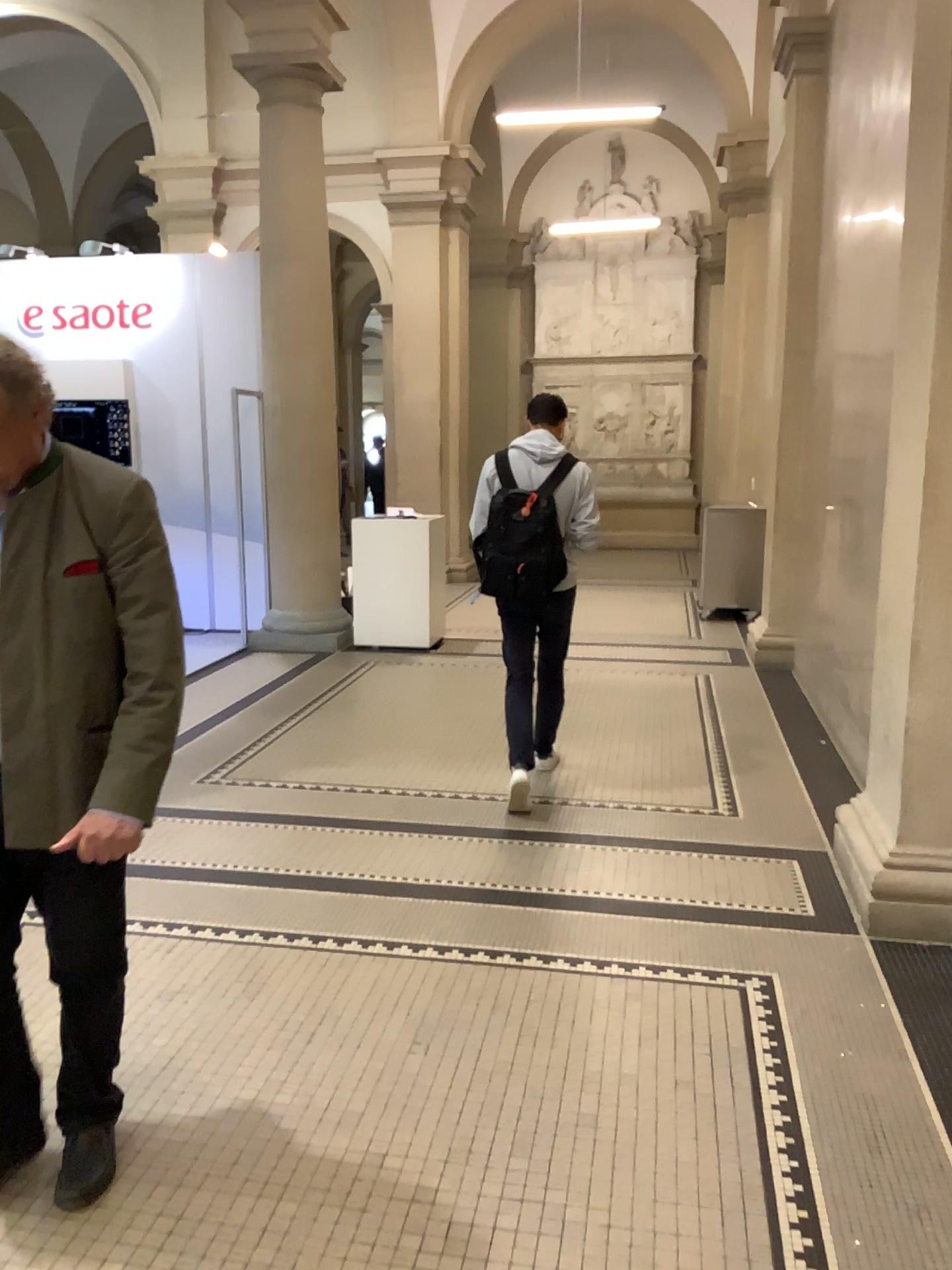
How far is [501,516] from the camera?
4.39m

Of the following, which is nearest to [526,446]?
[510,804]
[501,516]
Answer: [501,516]

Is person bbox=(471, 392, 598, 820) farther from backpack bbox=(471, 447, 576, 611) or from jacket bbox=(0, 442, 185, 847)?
jacket bbox=(0, 442, 185, 847)

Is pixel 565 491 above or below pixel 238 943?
above

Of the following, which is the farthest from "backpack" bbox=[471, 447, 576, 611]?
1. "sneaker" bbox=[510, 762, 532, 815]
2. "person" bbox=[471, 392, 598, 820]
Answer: "sneaker" bbox=[510, 762, 532, 815]

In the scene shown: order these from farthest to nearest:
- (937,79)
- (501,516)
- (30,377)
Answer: (501,516)
(937,79)
(30,377)

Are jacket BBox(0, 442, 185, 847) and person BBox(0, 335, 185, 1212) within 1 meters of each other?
yes

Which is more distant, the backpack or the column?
the backpack

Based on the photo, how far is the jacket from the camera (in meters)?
1.90

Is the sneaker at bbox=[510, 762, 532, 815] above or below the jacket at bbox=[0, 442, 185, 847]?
below
